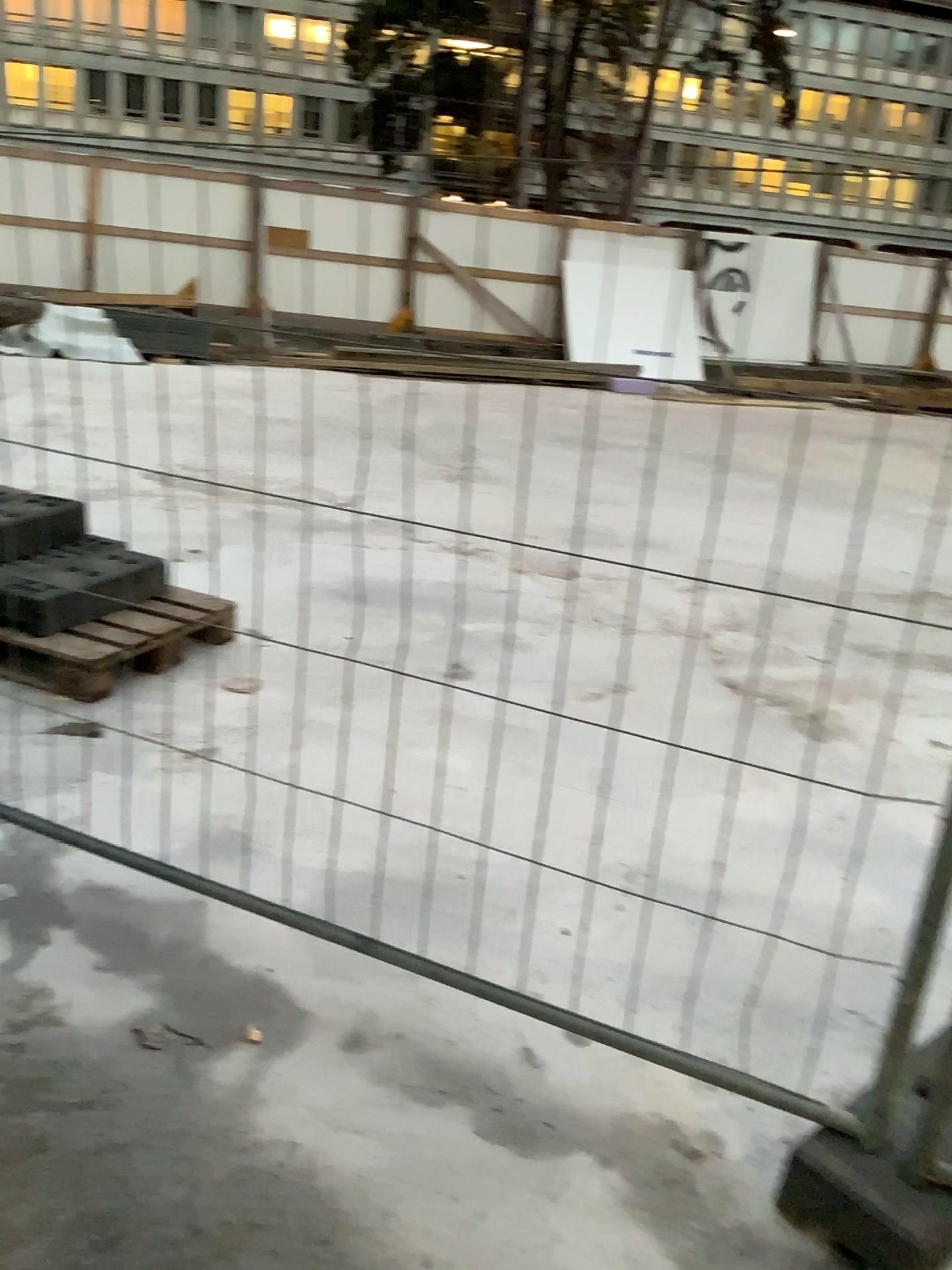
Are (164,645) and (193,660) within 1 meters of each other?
yes
